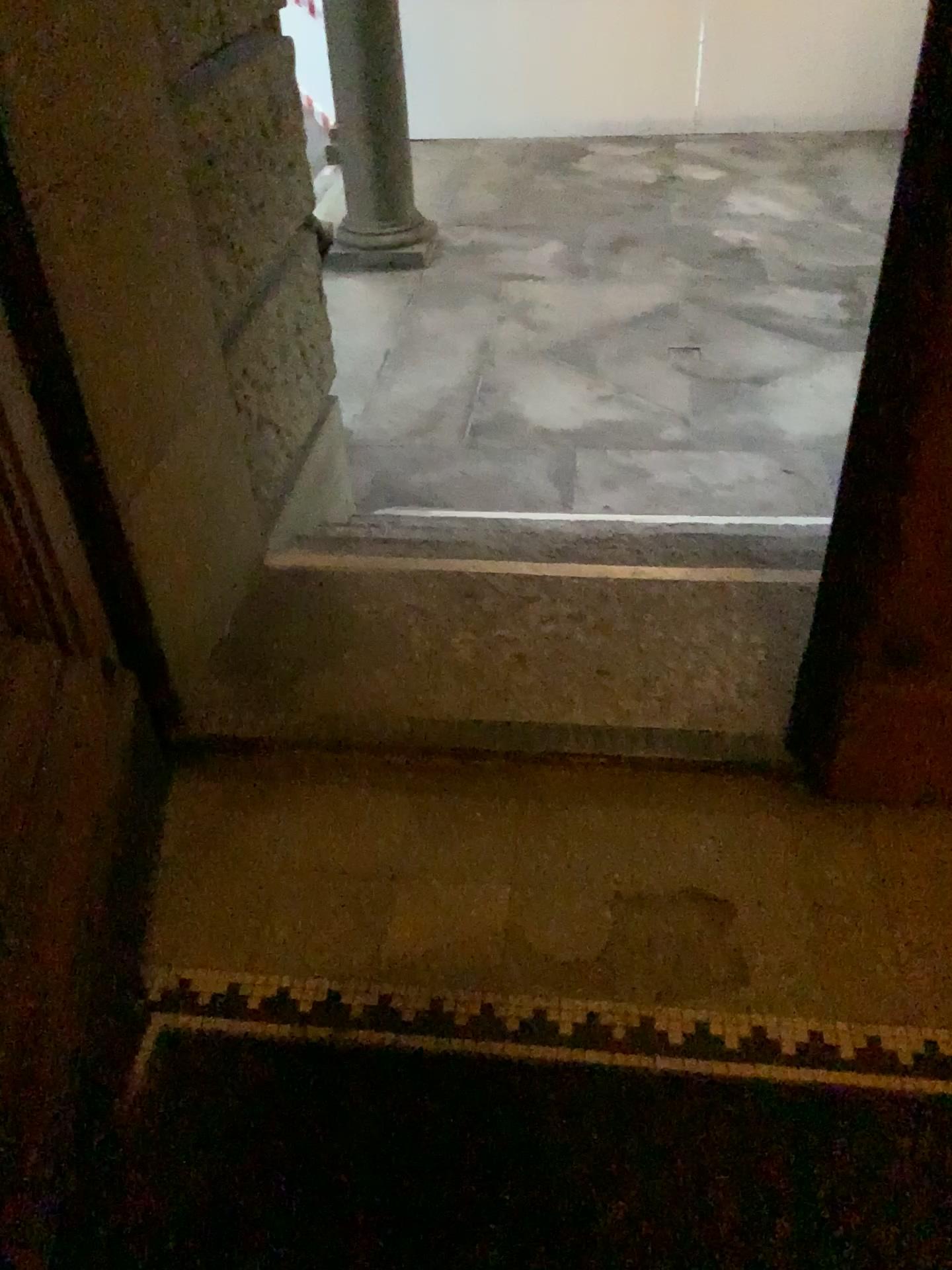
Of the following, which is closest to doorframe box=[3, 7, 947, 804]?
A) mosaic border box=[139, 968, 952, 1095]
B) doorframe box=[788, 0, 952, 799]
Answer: doorframe box=[788, 0, 952, 799]

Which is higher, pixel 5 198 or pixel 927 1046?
pixel 5 198

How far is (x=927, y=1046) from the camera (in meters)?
1.49

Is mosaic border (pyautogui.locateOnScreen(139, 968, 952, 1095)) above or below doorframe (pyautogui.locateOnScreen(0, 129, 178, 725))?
below

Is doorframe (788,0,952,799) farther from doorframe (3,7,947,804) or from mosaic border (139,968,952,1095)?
mosaic border (139,968,952,1095)

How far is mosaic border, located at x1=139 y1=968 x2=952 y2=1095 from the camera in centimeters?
149cm

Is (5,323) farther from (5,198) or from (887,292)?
(887,292)

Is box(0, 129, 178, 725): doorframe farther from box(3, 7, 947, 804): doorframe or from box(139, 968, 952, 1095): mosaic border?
box(139, 968, 952, 1095): mosaic border

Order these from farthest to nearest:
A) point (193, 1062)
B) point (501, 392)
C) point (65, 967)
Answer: point (501, 392) < point (193, 1062) < point (65, 967)
